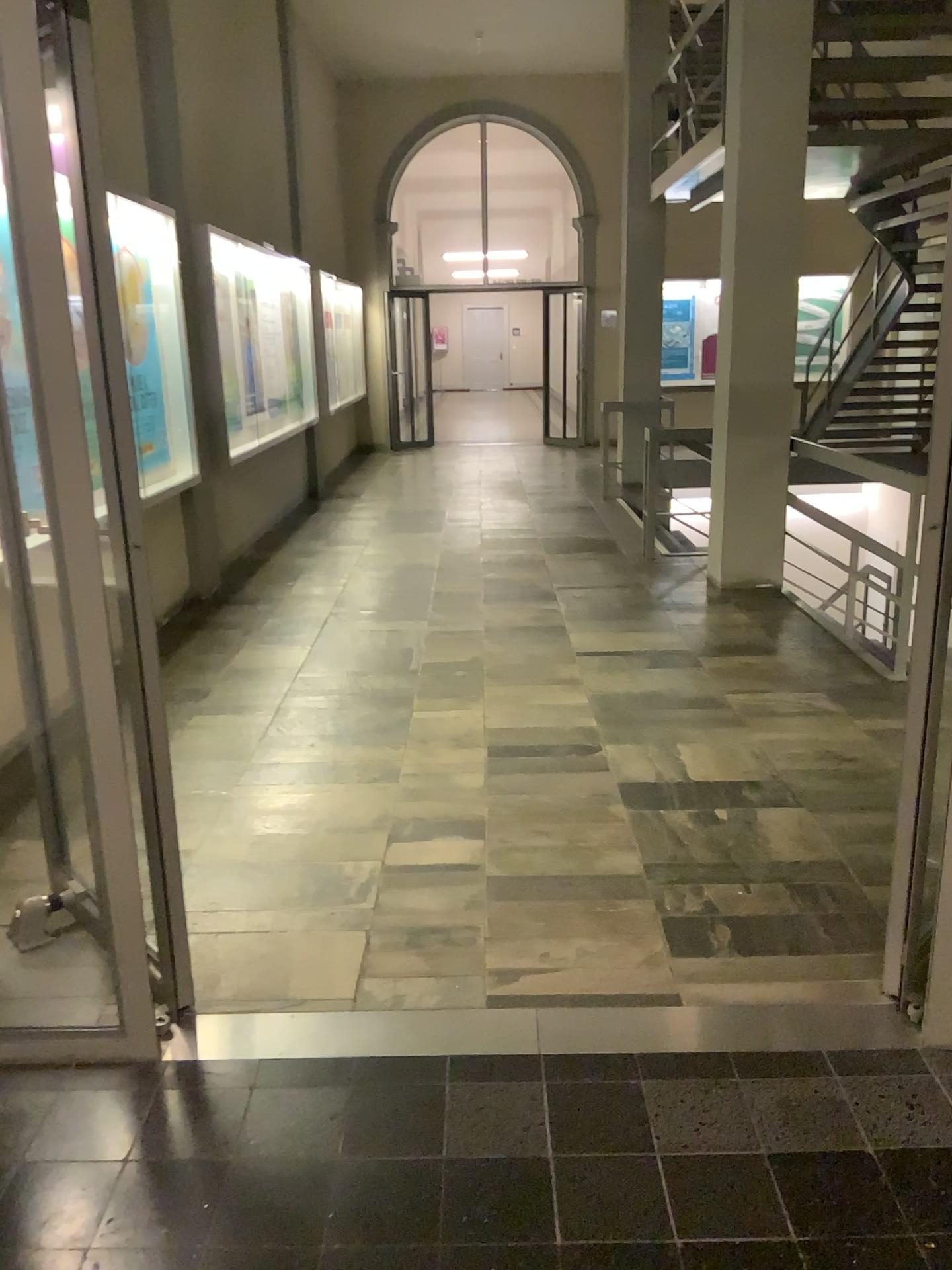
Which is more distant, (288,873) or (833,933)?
(288,873)
